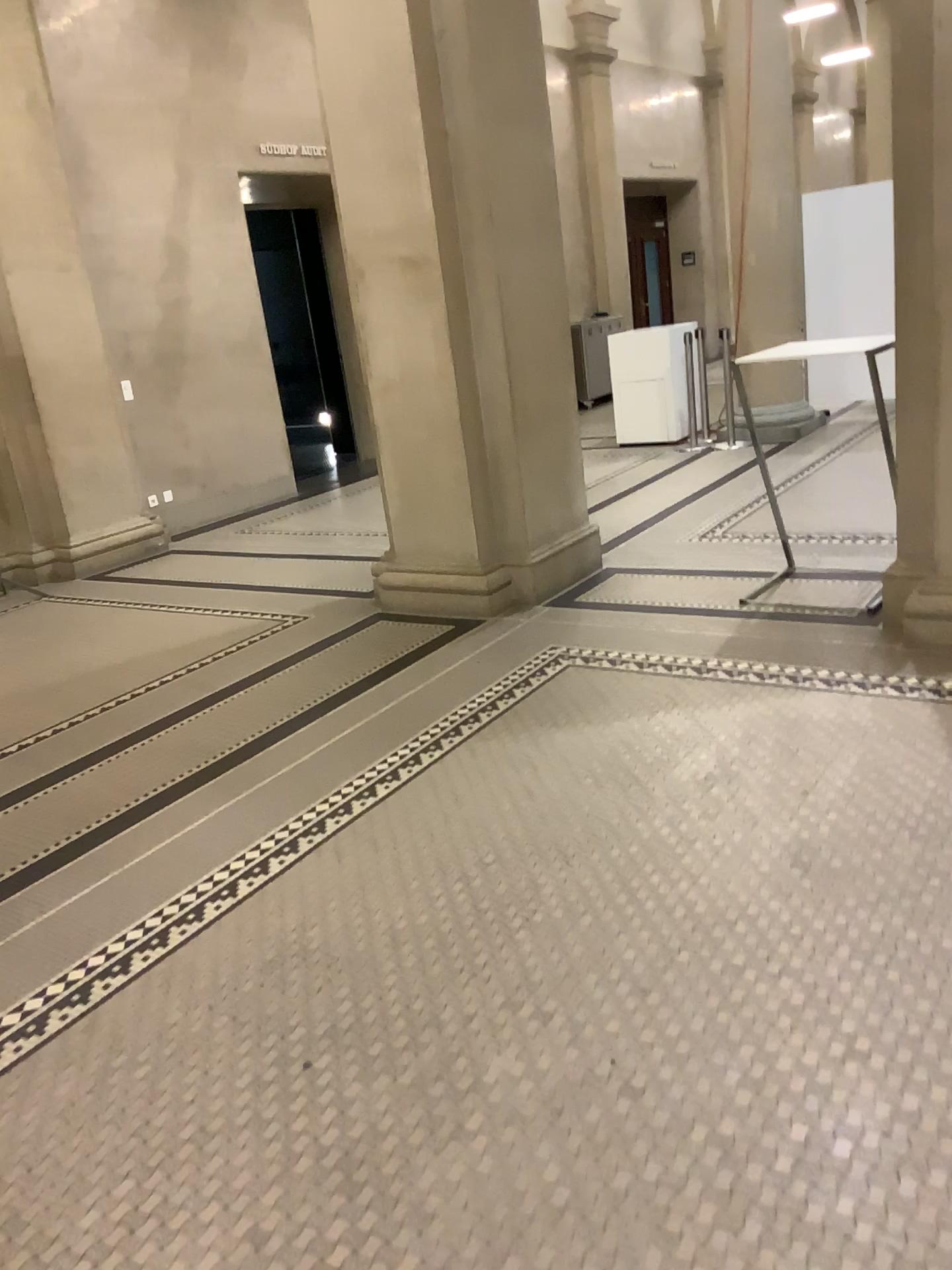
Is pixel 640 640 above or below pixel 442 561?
below

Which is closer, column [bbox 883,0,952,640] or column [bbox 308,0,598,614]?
column [bbox 883,0,952,640]

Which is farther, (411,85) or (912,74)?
(411,85)

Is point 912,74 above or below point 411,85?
below
